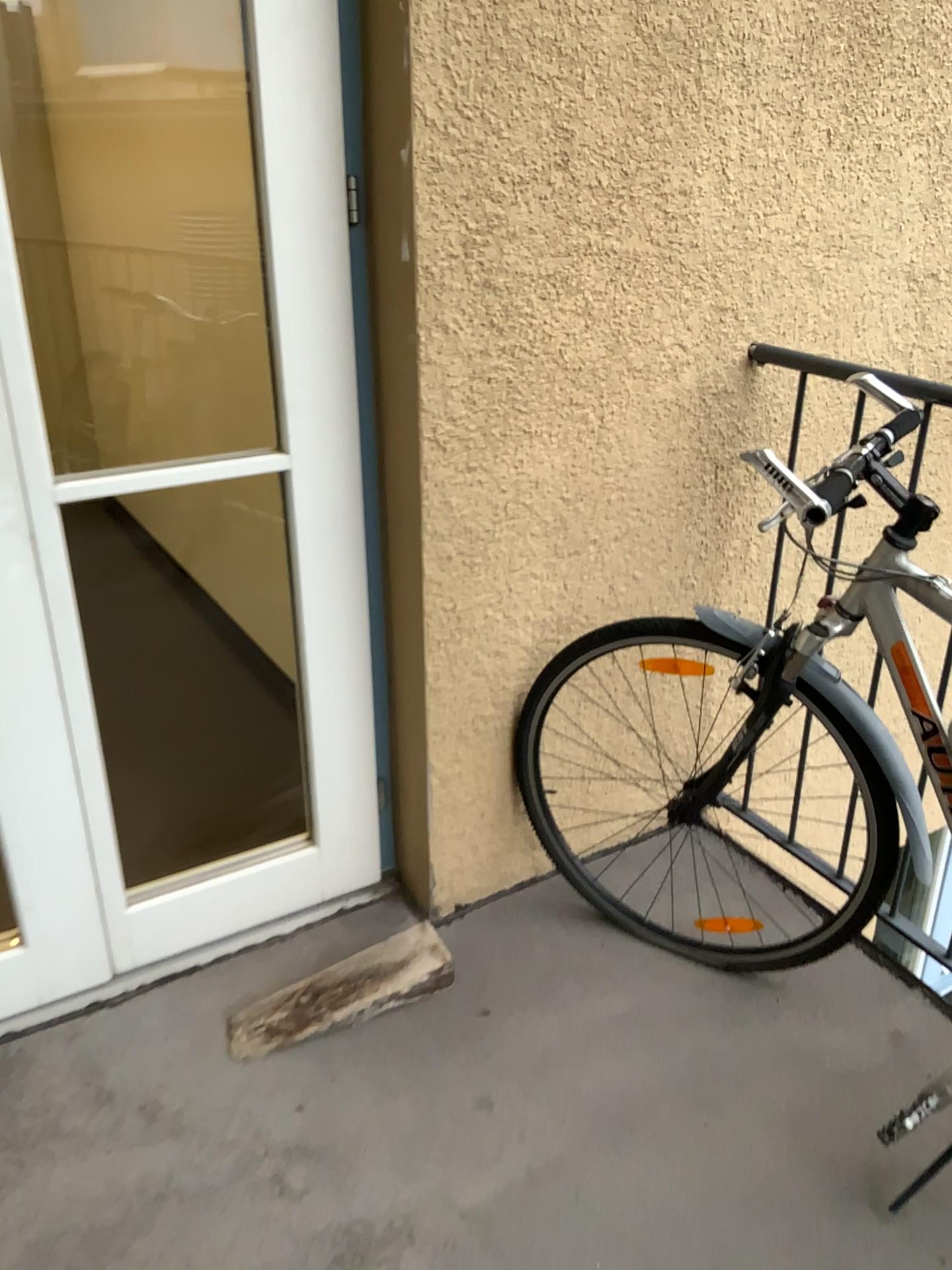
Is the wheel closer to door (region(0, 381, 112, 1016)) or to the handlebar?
the handlebar

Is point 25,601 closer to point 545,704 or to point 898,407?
point 545,704

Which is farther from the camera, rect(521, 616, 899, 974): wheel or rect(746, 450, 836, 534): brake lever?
rect(521, 616, 899, 974): wheel

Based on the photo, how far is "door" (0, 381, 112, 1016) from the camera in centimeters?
163cm

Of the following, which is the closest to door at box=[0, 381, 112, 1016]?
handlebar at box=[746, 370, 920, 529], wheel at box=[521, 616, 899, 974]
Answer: wheel at box=[521, 616, 899, 974]

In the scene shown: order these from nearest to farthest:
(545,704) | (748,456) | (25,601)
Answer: (748,456) → (25,601) → (545,704)

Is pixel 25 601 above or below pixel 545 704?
above

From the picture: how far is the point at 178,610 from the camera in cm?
347

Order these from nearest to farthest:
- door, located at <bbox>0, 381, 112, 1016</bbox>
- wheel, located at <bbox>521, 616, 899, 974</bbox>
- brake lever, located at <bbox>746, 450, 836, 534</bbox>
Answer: brake lever, located at <bbox>746, 450, 836, 534</bbox>, door, located at <bbox>0, 381, 112, 1016</bbox>, wheel, located at <bbox>521, 616, 899, 974</bbox>

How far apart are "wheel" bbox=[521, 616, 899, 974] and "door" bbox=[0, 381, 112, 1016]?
0.8m
